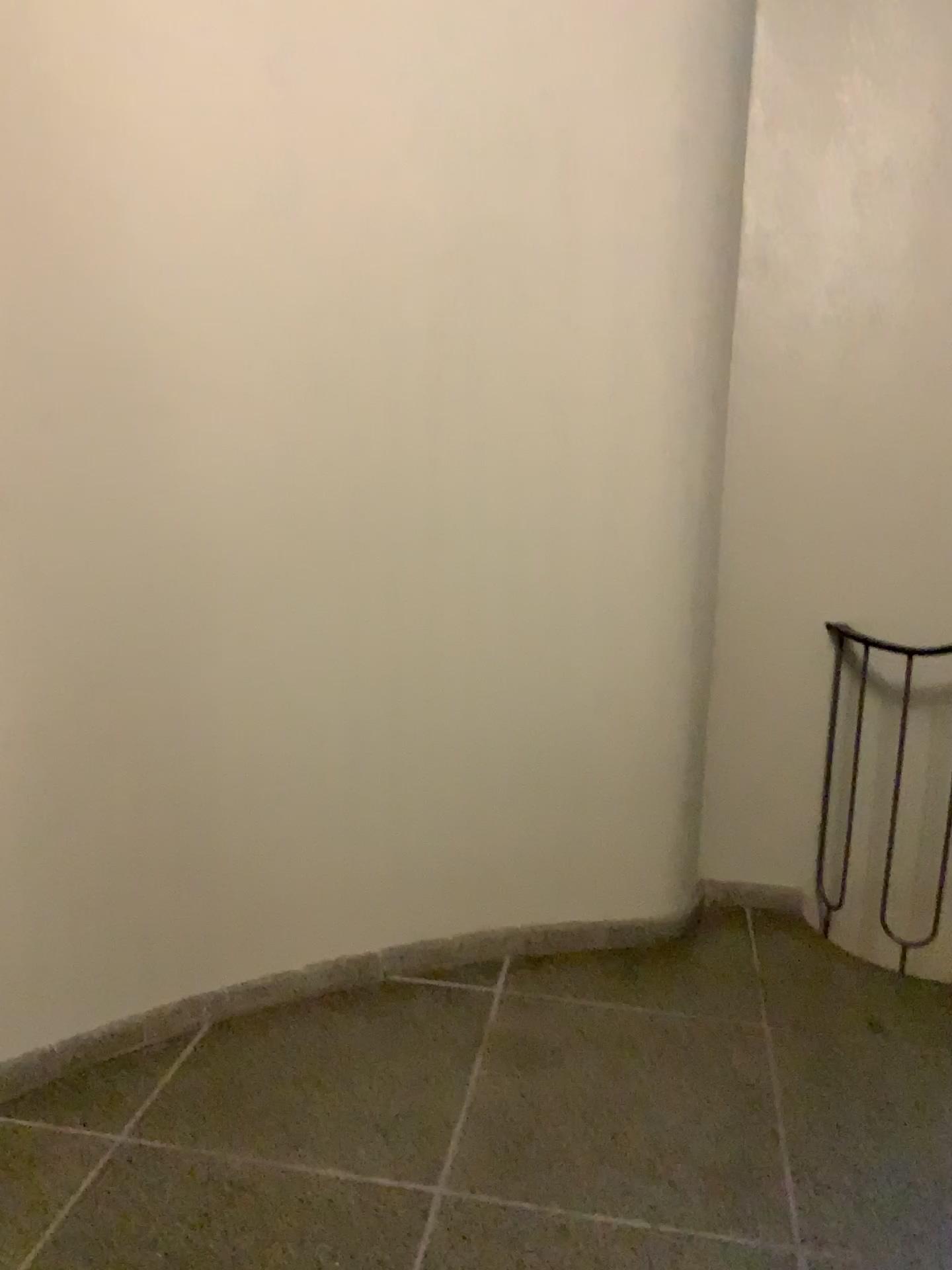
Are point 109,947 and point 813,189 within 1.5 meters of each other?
no
